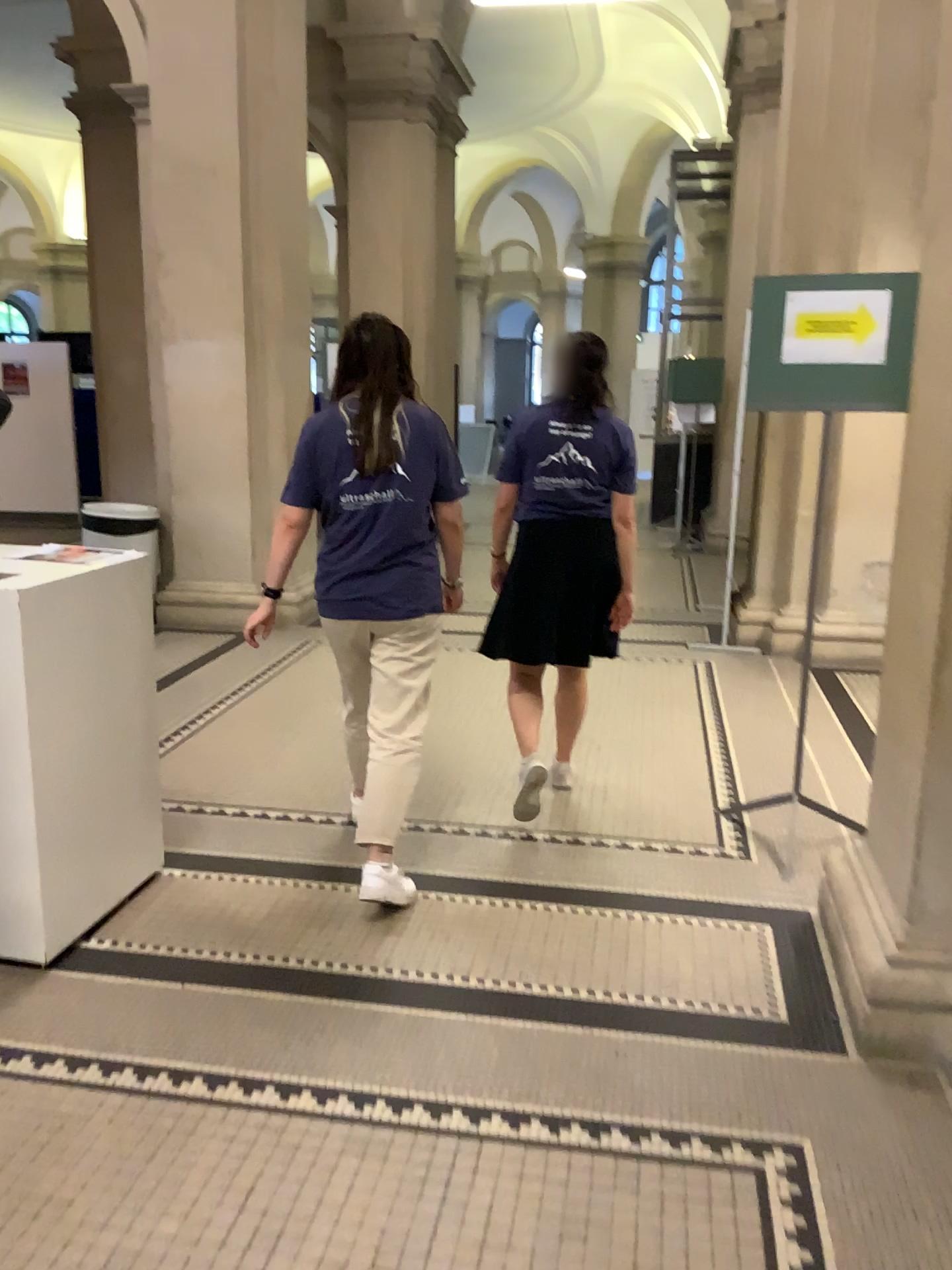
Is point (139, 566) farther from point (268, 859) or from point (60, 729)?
point (268, 859)

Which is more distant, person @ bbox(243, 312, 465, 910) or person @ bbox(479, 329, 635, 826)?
person @ bbox(479, 329, 635, 826)

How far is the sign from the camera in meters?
3.1 m

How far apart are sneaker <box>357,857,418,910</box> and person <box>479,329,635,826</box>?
0.87m

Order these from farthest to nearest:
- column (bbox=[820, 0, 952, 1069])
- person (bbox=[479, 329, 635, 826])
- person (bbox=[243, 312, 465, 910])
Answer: person (bbox=[479, 329, 635, 826]), person (bbox=[243, 312, 465, 910]), column (bbox=[820, 0, 952, 1069])

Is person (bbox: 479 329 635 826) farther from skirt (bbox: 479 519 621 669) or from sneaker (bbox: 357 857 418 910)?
sneaker (bbox: 357 857 418 910)

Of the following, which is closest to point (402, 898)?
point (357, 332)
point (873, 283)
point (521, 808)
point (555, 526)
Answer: point (521, 808)

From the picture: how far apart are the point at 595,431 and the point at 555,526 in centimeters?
34cm

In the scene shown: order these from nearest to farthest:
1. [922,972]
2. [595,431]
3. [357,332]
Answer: Result: [922,972] < [357,332] < [595,431]

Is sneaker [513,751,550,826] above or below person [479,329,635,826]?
below
